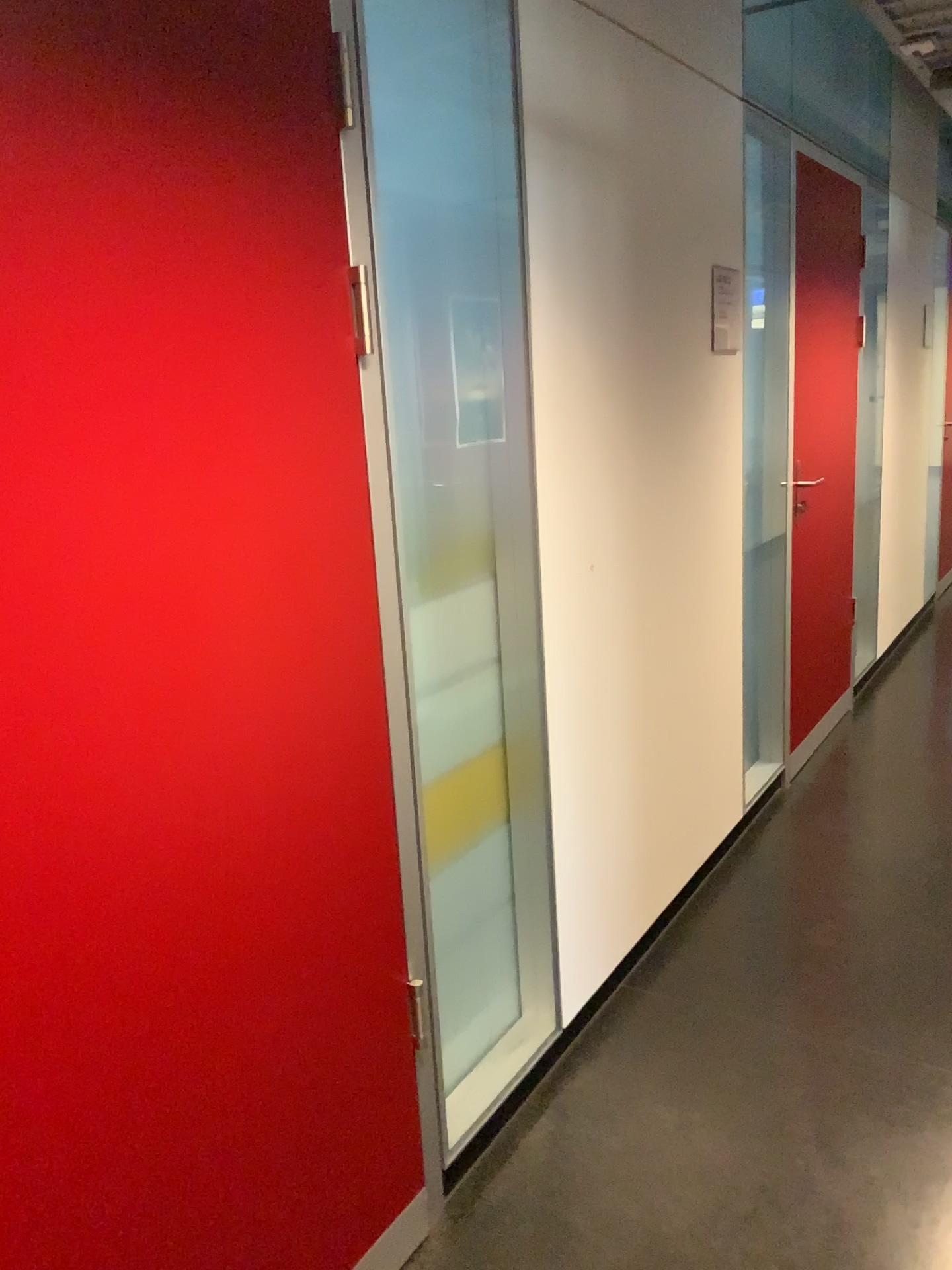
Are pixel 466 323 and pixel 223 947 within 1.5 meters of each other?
yes

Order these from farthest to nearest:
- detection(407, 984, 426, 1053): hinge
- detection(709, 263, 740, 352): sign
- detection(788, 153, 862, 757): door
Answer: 1. detection(788, 153, 862, 757): door
2. detection(709, 263, 740, 352): sign
3. detection(407, 984, 426, 1053): hinge

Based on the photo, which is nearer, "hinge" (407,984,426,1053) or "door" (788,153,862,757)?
"hinge" (407,984,426,1053)

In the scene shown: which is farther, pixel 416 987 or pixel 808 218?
pixel 808 218

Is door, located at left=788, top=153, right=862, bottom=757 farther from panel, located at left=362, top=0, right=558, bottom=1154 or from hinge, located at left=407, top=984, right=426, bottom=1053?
hinge, located at left=407, top=984, right=426, bottom=1053

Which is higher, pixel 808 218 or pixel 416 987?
pixel 808 218

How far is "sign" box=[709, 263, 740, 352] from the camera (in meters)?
2.84

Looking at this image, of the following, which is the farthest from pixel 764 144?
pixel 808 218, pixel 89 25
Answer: pixel 89 25

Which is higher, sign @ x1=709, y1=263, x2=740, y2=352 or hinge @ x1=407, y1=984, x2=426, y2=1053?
sign @ x1=709, y1=263, x2=740, y2=352

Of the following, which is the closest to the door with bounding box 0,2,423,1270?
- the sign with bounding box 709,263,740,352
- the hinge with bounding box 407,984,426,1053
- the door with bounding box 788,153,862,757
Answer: the hinge with bounding box 407,984,426,1053
